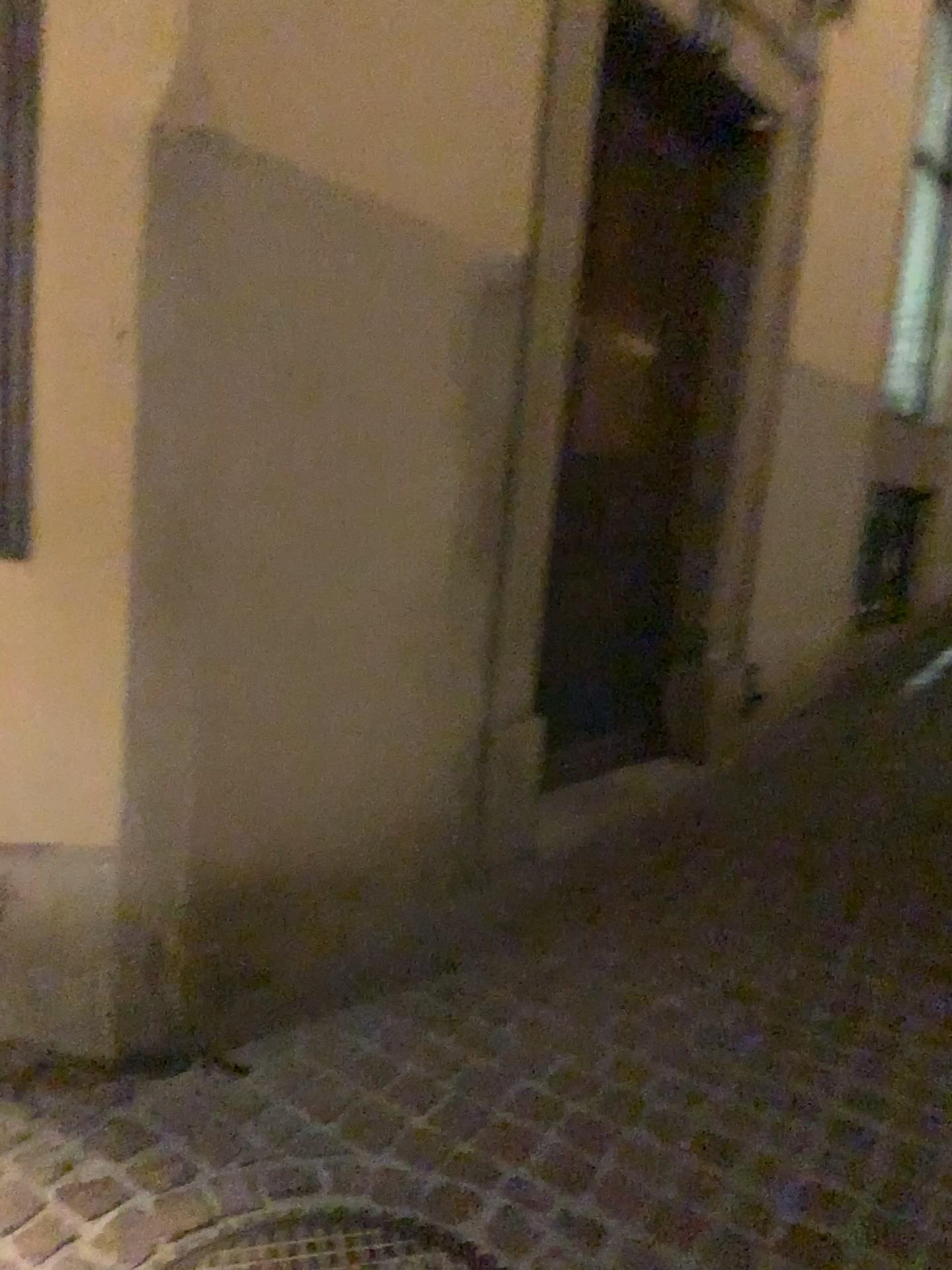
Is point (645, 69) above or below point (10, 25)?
above

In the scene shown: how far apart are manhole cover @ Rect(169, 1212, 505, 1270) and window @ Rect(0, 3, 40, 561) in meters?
1.2

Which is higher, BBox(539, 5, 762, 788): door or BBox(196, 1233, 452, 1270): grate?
BBox(539, 5, 762, 788): door

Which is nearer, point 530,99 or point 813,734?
point 530,99

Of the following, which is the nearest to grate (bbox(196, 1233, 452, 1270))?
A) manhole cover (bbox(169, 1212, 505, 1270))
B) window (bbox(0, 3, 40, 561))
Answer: manhole cover (bbox(169, 1212, 505, 1270))

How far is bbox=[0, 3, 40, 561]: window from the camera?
1.8 meters

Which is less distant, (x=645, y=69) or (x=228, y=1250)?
(x=228, y=1250)

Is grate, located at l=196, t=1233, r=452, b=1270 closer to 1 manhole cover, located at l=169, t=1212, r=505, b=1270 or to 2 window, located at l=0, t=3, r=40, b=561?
1 manhole cover, located at l=169, t=1212, r=505, b=1270

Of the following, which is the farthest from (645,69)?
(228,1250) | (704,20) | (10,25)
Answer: (228,1250)

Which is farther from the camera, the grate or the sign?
the sign
